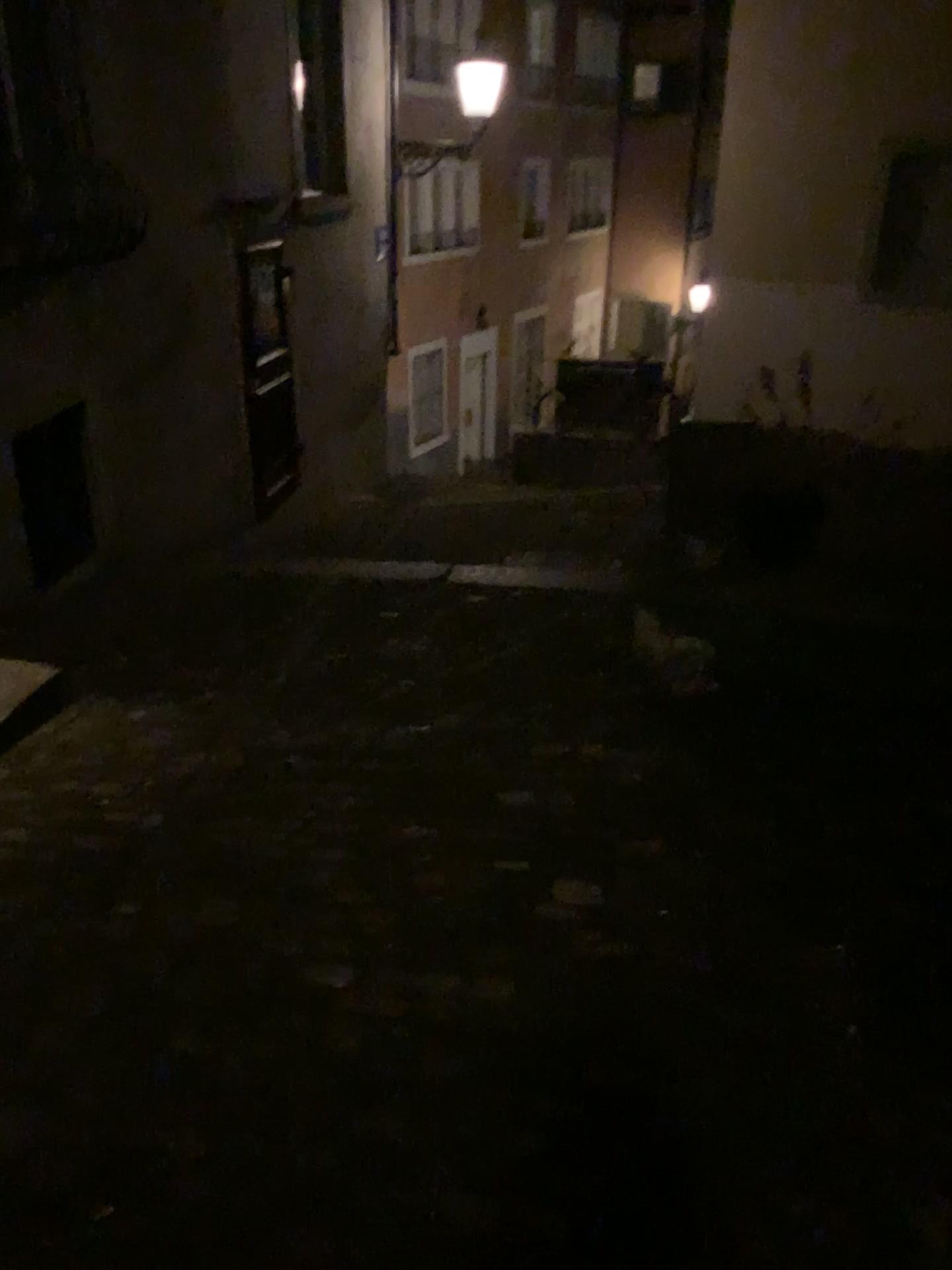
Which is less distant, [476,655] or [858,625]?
[858,625]
